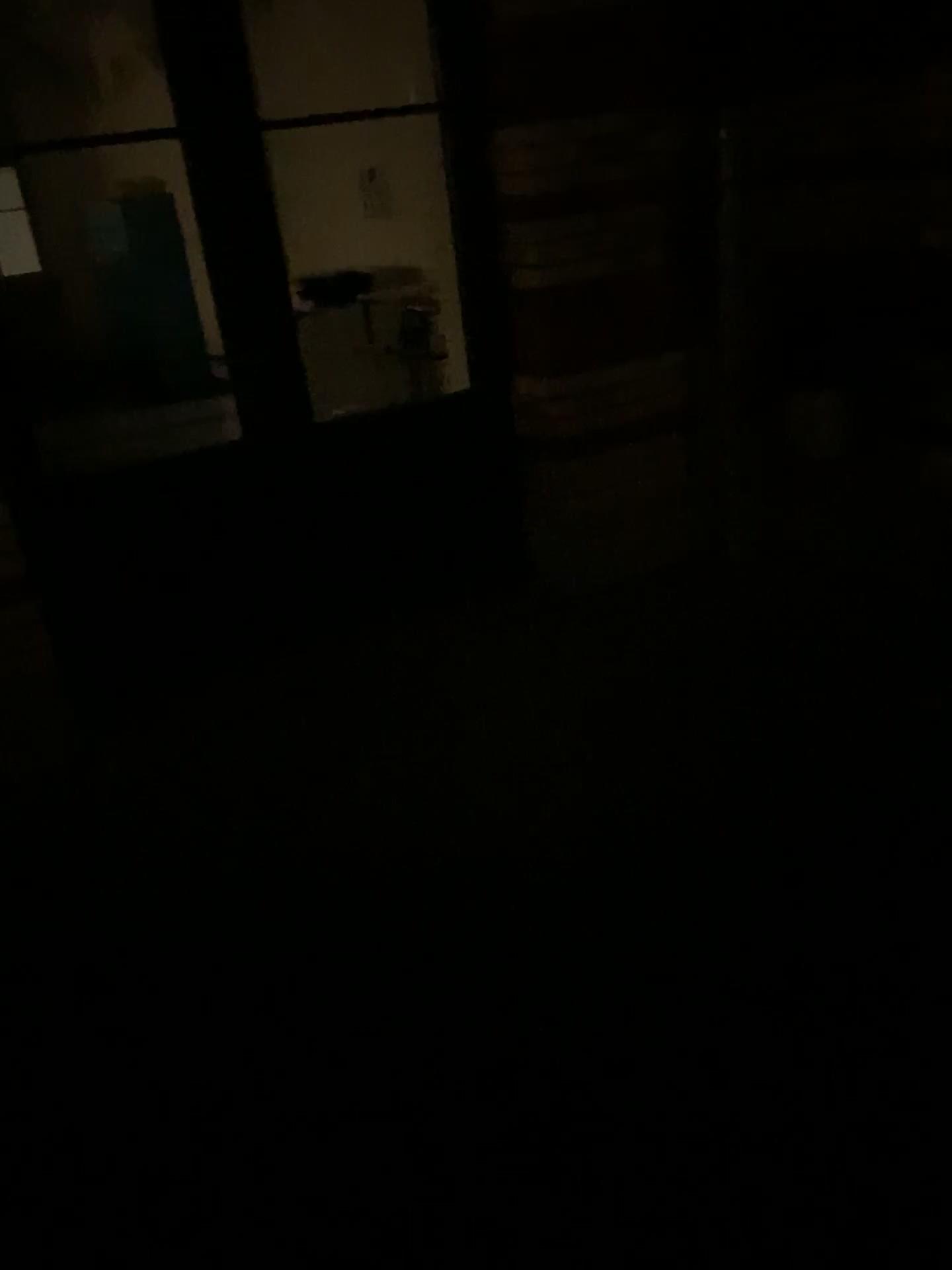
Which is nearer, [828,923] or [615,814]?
[828,923]
